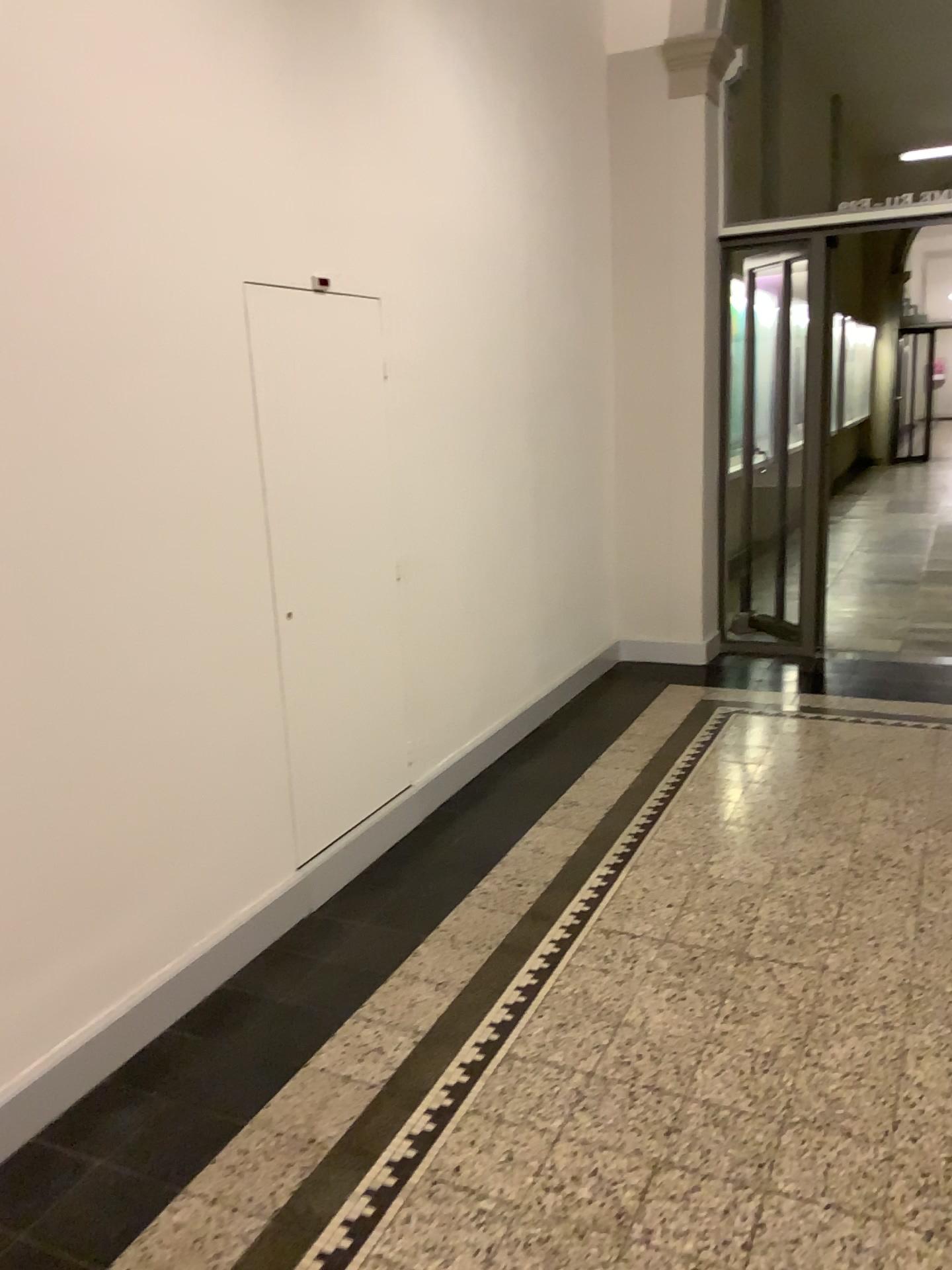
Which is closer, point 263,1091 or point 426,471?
point 263,1091
